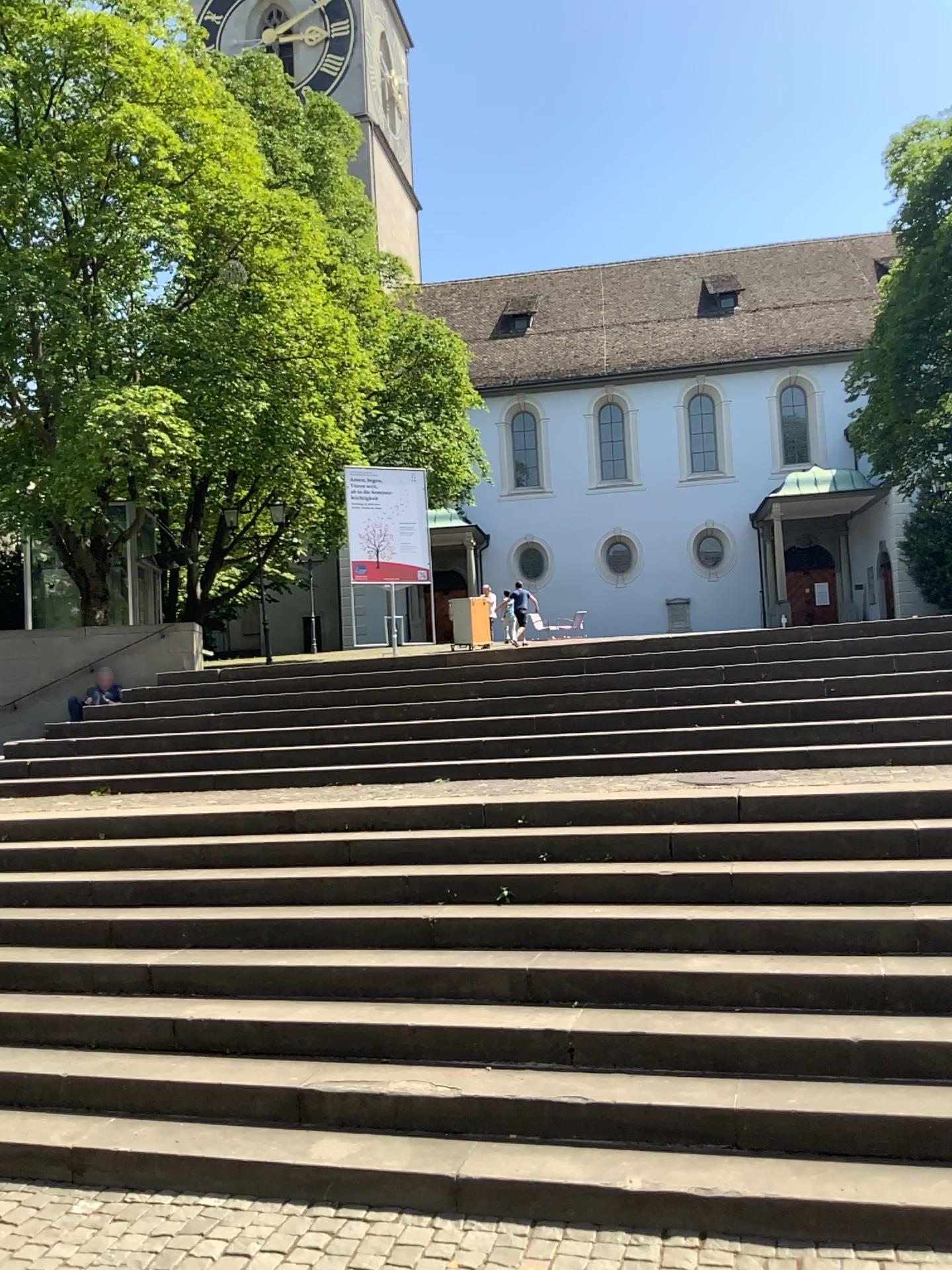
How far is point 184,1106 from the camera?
4.4m
